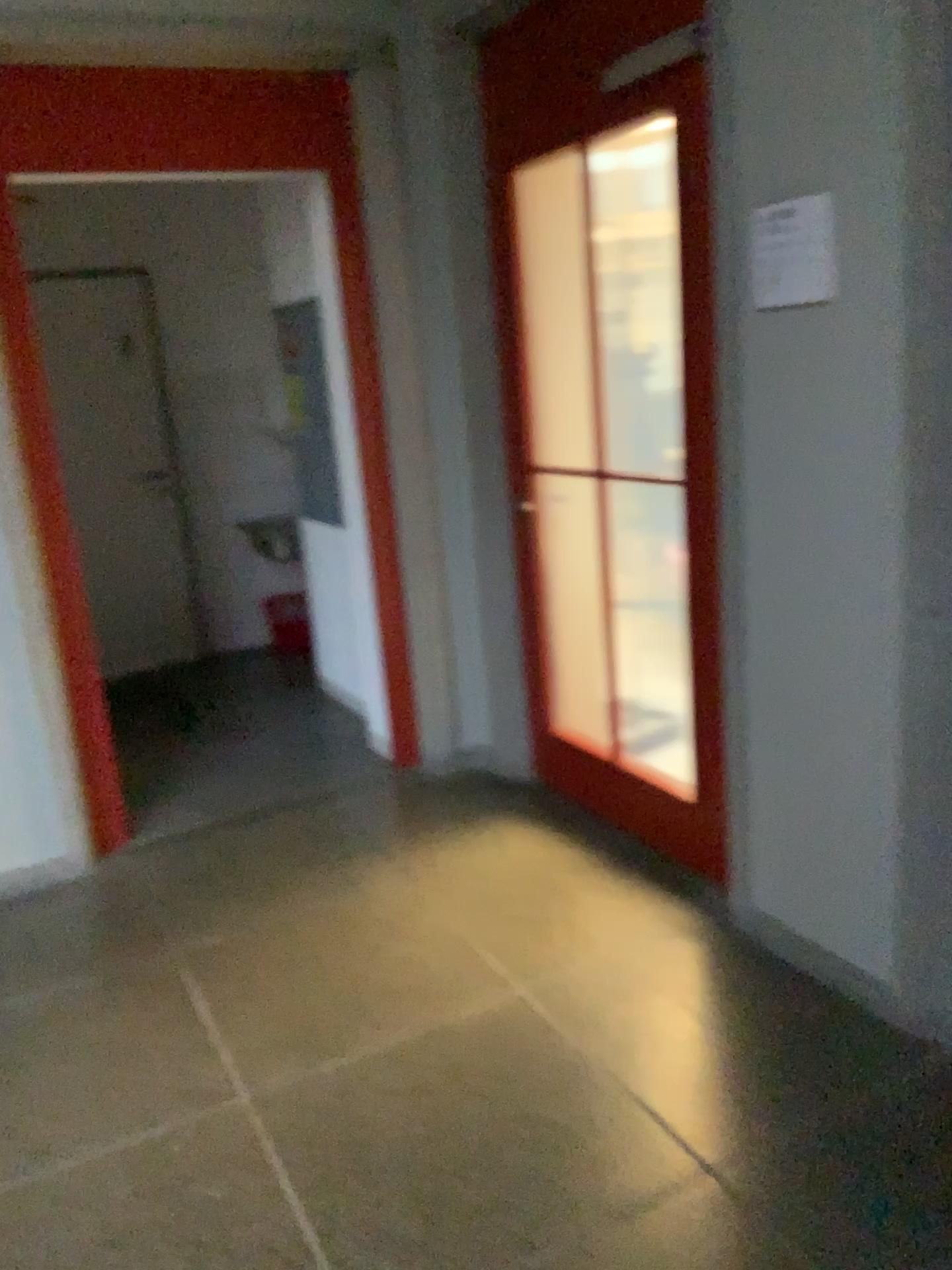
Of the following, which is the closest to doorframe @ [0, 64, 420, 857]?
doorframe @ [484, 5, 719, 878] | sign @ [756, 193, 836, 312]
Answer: doorframe @ [484, 5, 719, 878]

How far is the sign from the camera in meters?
2.1

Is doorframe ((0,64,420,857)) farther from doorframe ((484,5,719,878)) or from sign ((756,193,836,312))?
sign ((756,193,836,312))

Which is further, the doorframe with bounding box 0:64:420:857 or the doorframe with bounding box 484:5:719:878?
the doorframe with bounding box 0:64:420:857

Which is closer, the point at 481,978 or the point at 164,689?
the point at 481,978

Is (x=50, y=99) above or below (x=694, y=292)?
above

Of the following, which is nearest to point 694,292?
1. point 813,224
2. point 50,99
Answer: point 813,224

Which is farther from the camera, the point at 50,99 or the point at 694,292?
the point at 50,99

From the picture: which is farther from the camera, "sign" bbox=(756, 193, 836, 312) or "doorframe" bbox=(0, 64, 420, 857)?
"doorframe" bbox=(0, 64, 420, 857)
